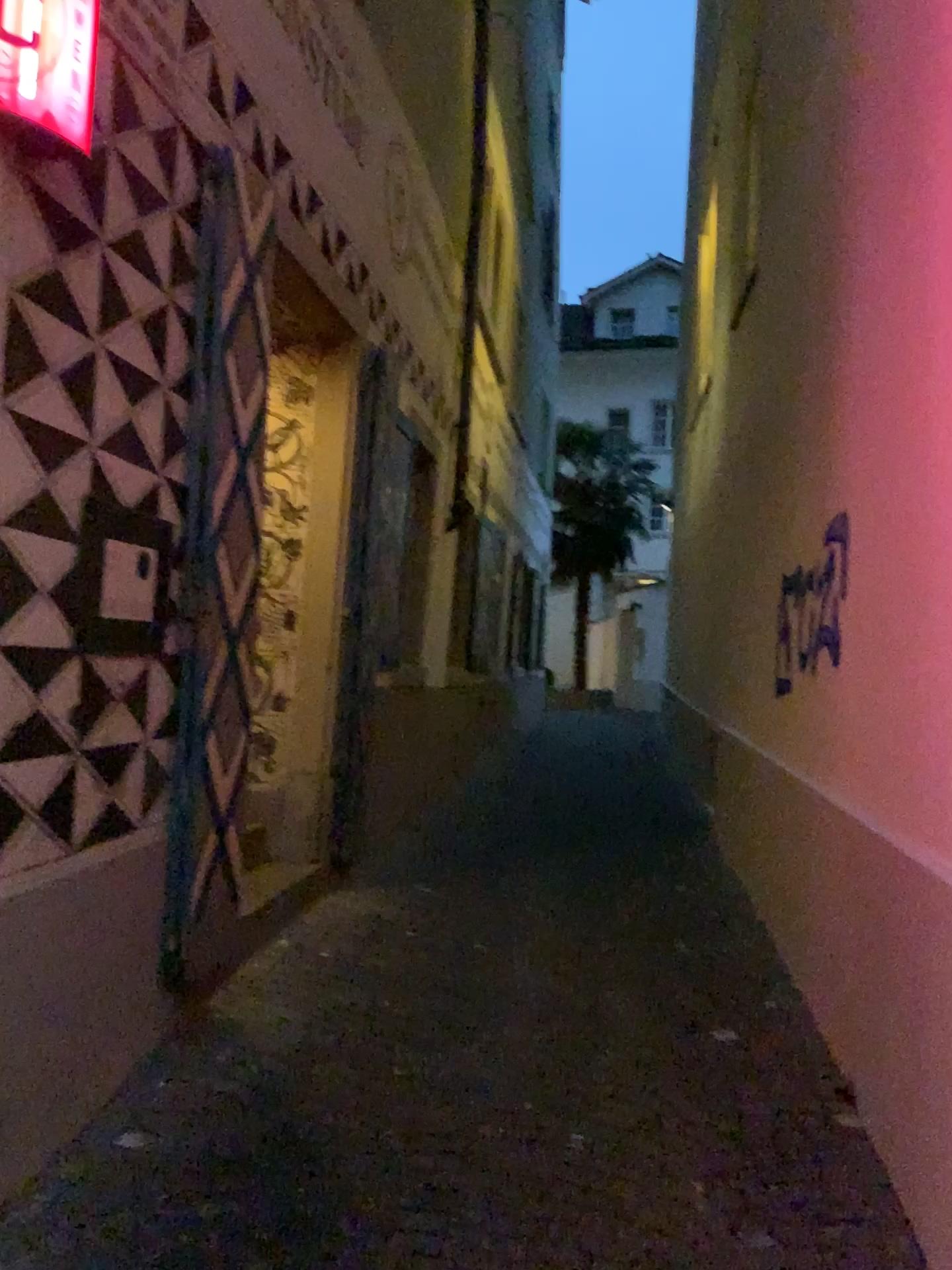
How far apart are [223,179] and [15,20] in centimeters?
106cm

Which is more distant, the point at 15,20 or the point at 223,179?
the point at 223,179

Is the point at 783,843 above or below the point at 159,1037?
above

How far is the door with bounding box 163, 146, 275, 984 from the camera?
3.3m

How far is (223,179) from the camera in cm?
331

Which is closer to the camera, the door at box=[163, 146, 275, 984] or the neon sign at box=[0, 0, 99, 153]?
the neon sign at box=[0, 0, 99, 153]

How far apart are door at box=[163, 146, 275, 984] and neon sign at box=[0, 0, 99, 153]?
0.8m

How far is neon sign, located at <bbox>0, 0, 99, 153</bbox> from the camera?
2.3m
